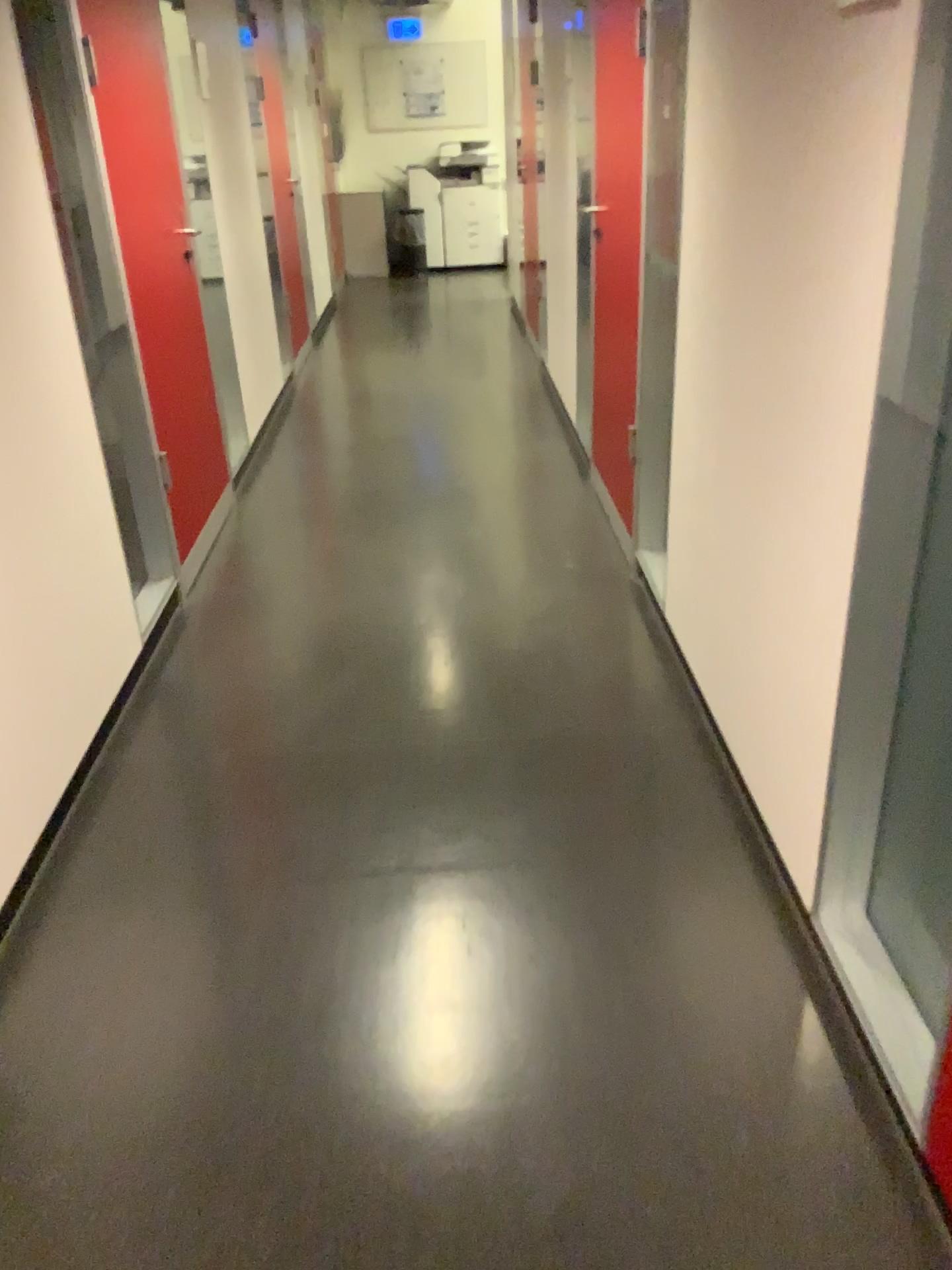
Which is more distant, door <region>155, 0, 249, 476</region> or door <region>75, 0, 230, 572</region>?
door <region>155, 0, 249, 476</region>

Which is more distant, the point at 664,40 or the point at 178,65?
the point at 178,65

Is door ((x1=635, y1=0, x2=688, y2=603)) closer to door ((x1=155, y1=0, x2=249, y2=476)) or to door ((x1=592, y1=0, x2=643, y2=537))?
door ((x1=592, y1=0, x2=643, y2=537))

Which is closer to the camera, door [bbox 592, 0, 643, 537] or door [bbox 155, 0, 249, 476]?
door [bbox 592, 0, 643, 537]

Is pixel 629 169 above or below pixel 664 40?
below

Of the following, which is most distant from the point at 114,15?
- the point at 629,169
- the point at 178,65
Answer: the point at 629,169

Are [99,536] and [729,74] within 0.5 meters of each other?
no

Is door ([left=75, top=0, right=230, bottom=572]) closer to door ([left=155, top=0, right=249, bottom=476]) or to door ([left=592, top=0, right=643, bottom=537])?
door ([left=155, top=0, right=249, bottom=476])

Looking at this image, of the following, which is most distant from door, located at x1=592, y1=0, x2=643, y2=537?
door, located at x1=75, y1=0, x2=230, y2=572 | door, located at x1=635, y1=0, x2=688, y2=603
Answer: door, located at x1=75, y1=0, x2=230, y2=572
